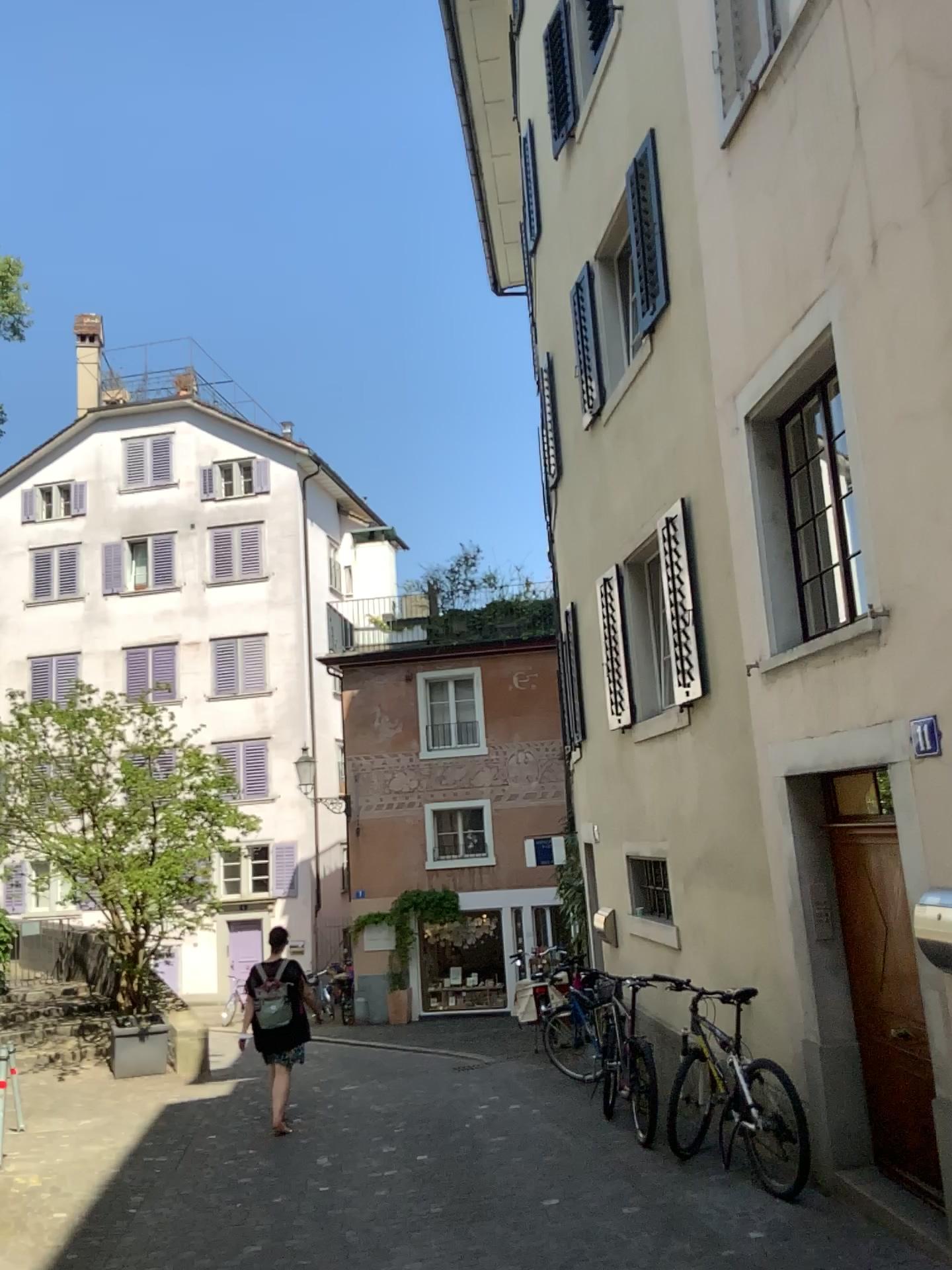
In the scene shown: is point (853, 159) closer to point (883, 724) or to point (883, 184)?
point (883, 184)
